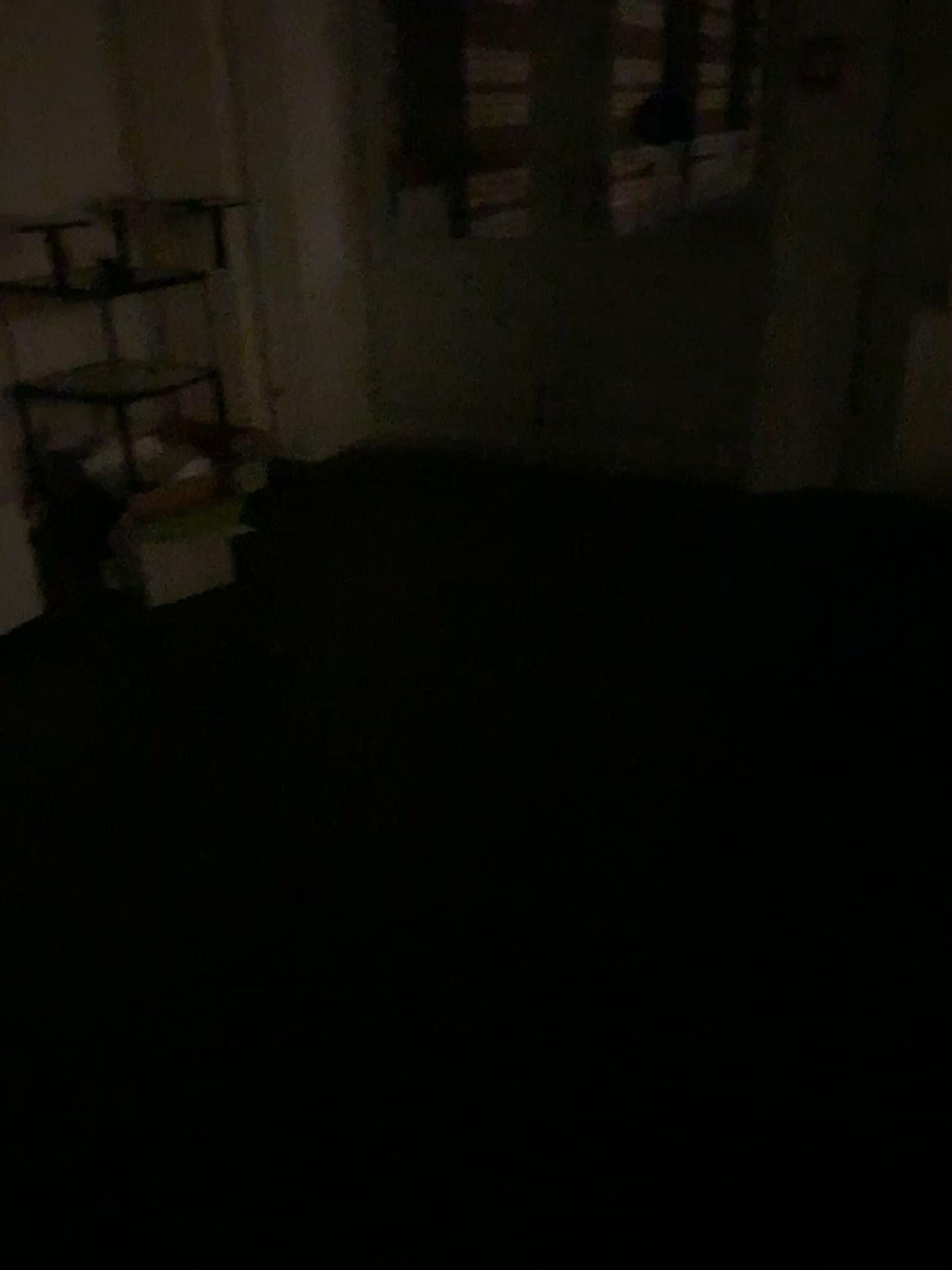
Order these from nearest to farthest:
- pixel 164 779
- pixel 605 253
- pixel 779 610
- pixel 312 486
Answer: pixel 779 610 < pixel 164 779 < pixel 605 253 < pixel 312 486
